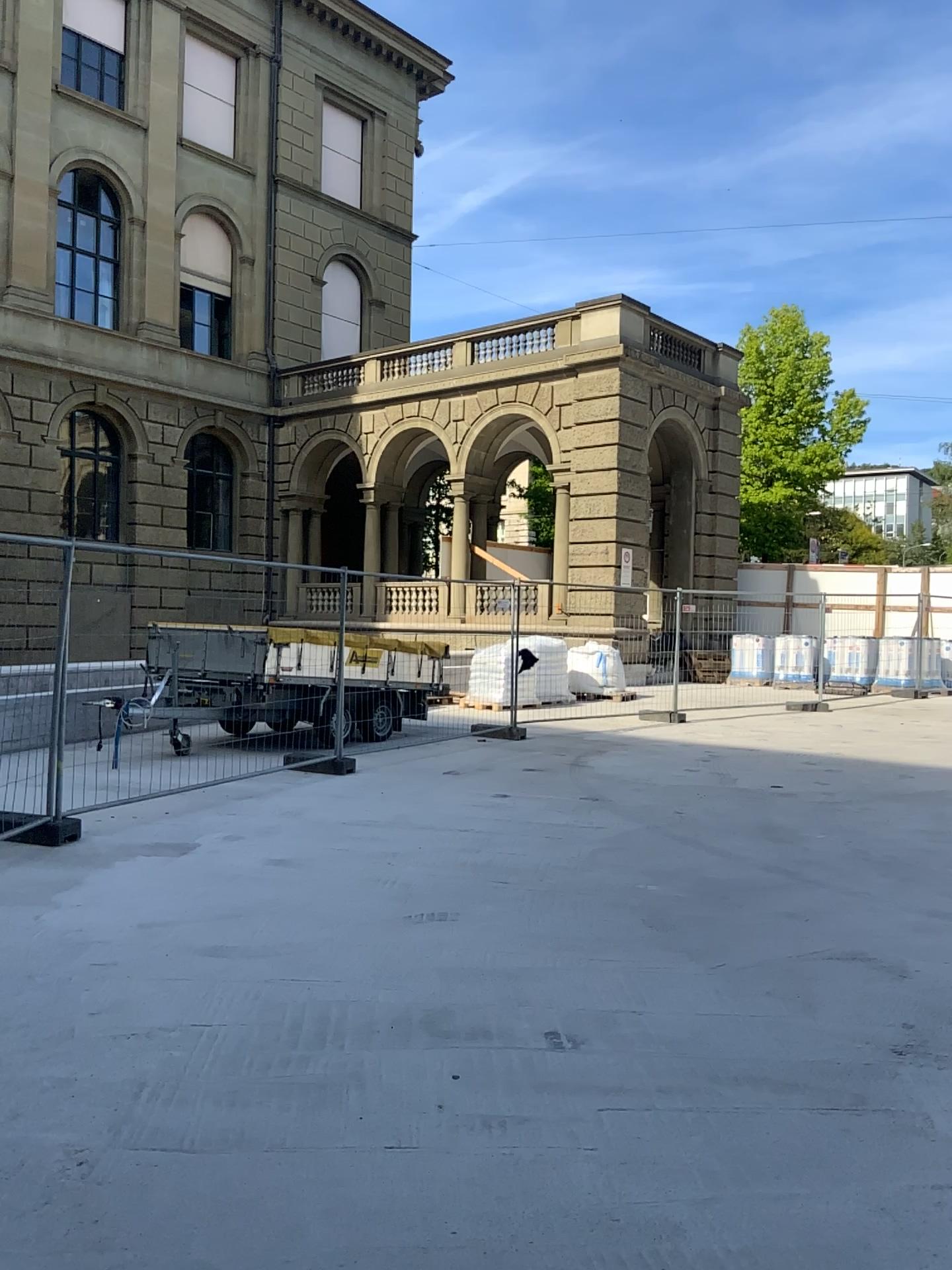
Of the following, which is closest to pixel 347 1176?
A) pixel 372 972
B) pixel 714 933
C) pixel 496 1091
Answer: pixel 496 1091
